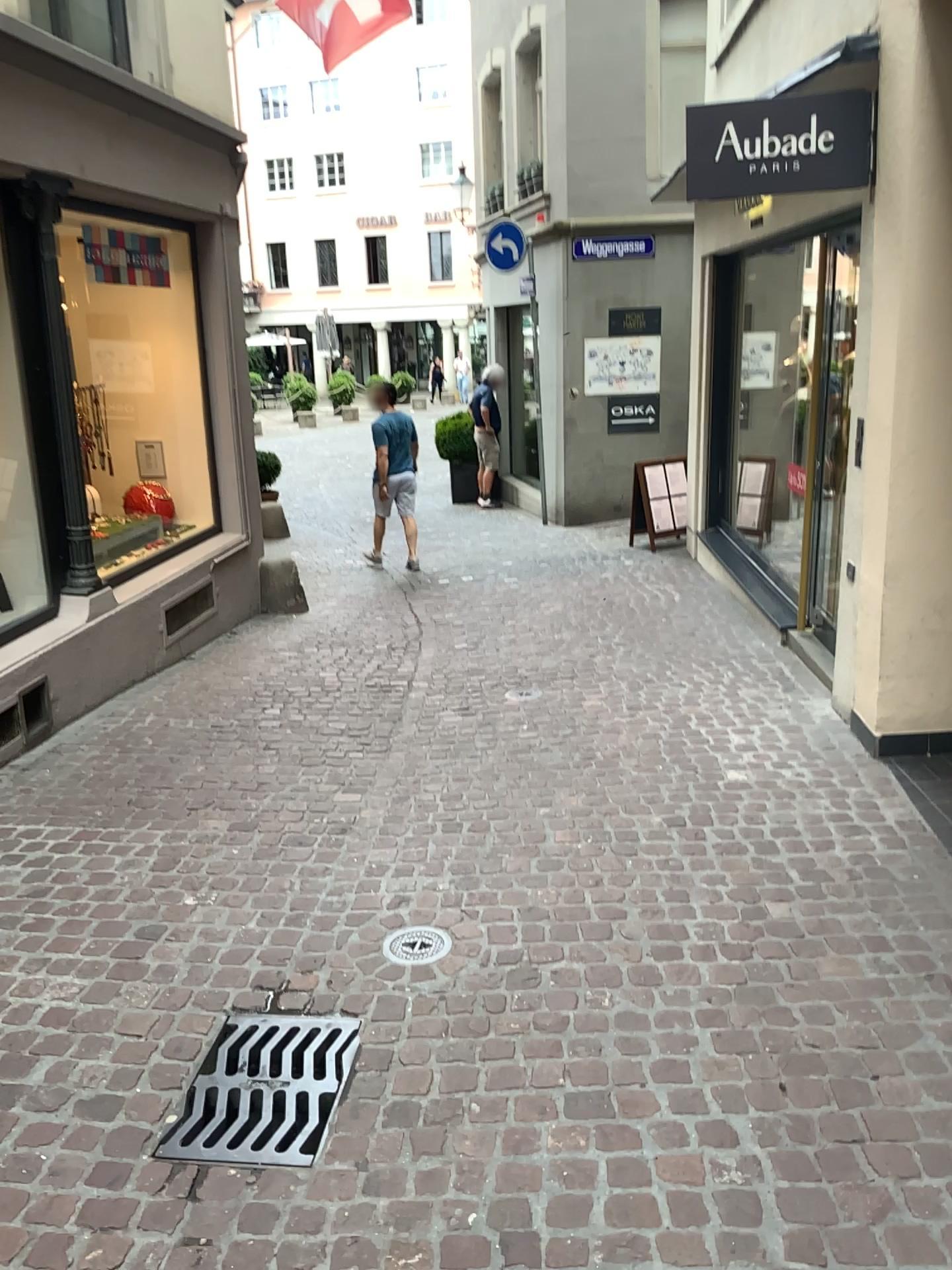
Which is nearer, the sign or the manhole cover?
the manhole cover

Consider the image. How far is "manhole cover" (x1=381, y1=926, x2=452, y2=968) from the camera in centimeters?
301cm

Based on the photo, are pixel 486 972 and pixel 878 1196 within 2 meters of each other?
yes

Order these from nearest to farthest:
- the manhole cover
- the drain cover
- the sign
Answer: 1. the drain cover
2. the manhole cover
3. the sign

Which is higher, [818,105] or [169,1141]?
[818,105]

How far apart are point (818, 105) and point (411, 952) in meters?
3.6 m

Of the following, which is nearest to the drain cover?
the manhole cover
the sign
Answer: the manhole cover

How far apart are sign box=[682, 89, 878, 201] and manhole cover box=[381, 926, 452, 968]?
3.3 meters

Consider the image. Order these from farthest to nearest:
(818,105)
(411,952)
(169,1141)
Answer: (818,105) < (411,952) < (169,1141)

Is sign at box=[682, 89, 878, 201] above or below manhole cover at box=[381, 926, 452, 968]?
above
